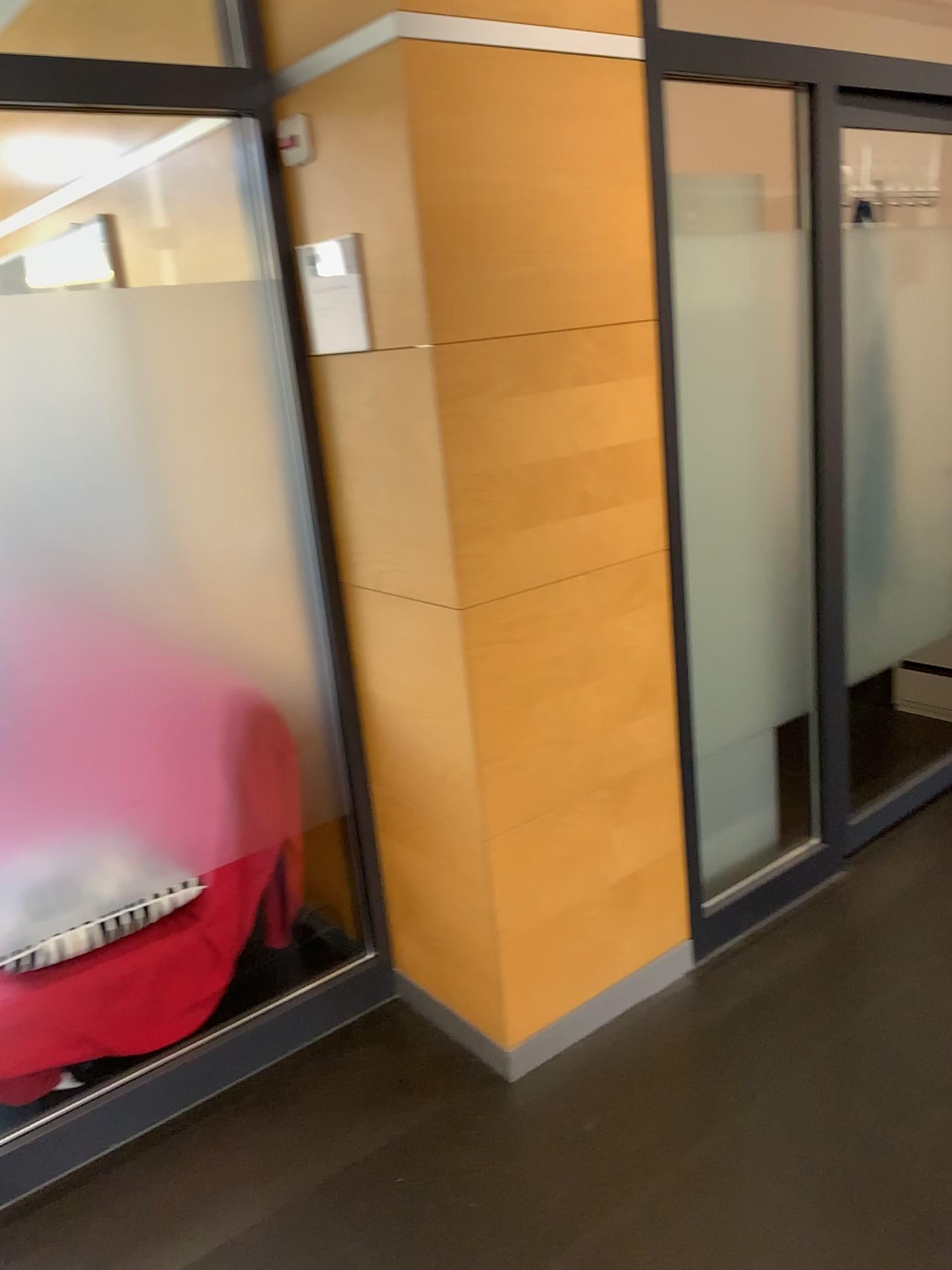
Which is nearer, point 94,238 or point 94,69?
point 94,69

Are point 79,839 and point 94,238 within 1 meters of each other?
no

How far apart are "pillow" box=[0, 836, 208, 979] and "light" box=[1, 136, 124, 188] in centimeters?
180cm

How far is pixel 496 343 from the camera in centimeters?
204cm

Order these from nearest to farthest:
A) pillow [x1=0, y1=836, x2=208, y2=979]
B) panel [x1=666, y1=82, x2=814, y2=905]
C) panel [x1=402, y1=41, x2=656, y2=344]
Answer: panel [x1=402, y1=41, x2=656, y2=344]
pillow [x1=0, y1=836, x2=208, y2=979]
panel [x1=666, y1=82, x2=814, y2=905]

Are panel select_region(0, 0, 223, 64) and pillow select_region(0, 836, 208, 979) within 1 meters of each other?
no

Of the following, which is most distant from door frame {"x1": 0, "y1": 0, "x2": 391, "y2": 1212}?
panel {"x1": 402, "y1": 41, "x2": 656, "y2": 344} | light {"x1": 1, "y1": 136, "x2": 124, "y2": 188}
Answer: light {"x1": 1, "y1": 136, "x2": 124, "y2": 188}

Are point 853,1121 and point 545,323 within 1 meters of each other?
no

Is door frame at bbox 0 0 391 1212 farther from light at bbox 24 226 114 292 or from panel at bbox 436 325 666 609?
light at bbox 24 226 114 292

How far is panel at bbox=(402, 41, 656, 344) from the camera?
1.9 meters
